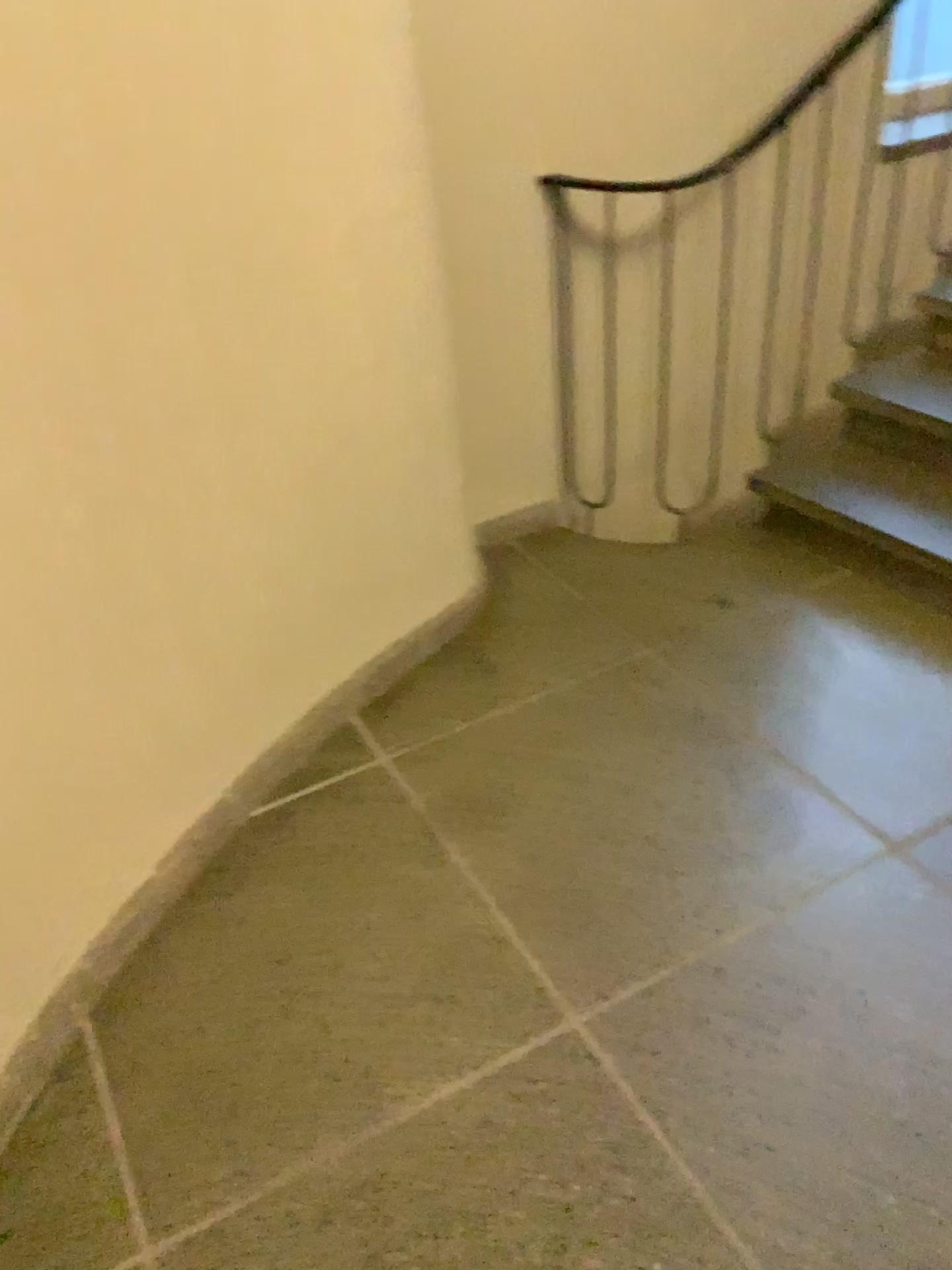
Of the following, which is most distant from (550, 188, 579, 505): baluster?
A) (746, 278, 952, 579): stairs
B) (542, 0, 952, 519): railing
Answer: (746, 278, 952, 579): stairs

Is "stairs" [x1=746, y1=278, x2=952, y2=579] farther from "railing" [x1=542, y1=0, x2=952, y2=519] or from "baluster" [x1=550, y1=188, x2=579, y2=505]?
"baluster" [x1=550, y1=188, x2=579, y2=505]

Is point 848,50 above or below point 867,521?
above

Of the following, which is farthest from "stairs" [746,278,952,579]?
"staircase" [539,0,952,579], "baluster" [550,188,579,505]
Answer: "baluster" [550,188,579,505]

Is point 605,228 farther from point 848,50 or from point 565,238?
point 848,50

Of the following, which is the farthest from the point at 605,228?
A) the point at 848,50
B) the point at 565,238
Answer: the point at 848,50

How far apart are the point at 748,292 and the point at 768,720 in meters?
1.3

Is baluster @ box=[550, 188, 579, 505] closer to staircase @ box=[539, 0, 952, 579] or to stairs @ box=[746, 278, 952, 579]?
Result: staircase @ box=[539, 0, 952, 579]
